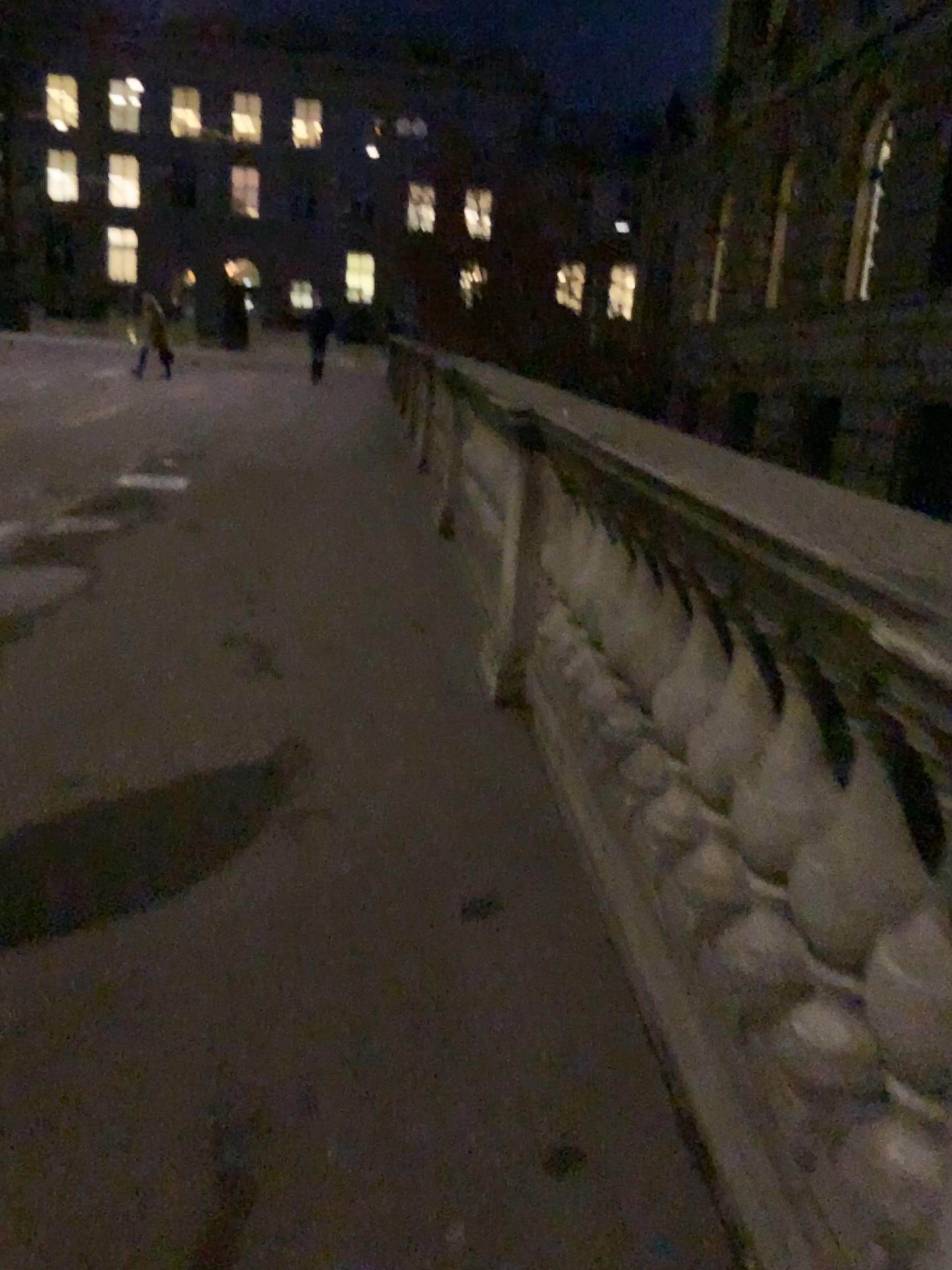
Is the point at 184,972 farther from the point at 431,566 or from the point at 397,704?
the point at 431,566
